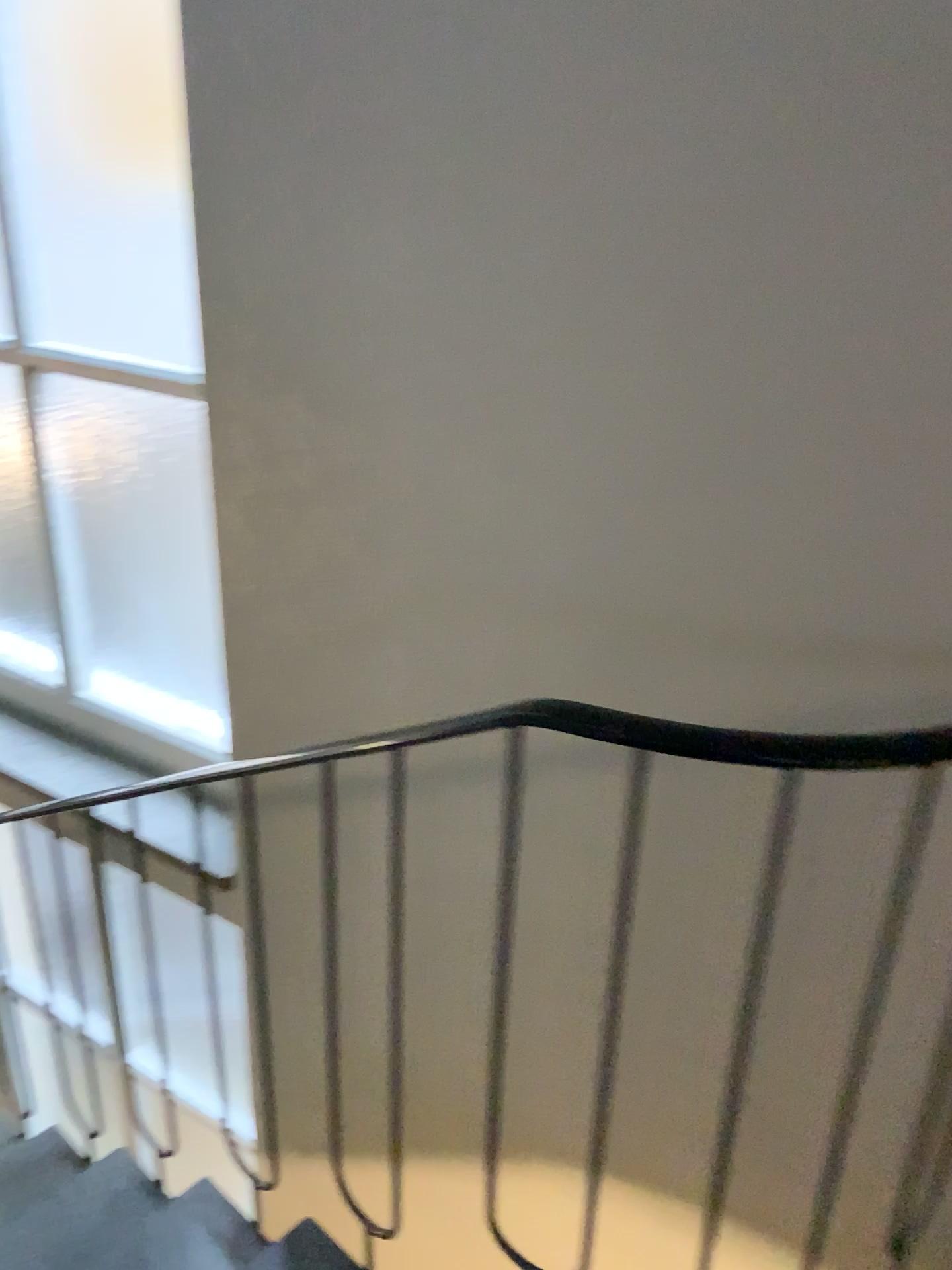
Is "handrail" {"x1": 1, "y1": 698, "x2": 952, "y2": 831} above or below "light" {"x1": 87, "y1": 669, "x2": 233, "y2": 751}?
above

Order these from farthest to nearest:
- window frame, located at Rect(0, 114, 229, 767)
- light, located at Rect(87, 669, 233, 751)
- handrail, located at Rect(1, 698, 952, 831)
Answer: light, located at Rect(87, 669, 233, 751)
window frame, located at Rect(0, 114, 229, 767)
handrail, located at Rect(1, 698, 952, 831)

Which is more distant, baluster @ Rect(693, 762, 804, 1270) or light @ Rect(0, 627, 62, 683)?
light @ Rect(0, 627, 62, 683)

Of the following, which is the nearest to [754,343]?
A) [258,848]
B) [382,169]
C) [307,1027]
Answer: [382,169]

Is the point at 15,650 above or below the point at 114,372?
below

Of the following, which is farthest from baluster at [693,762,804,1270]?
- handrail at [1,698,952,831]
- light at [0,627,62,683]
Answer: light at [0,627,62,683]

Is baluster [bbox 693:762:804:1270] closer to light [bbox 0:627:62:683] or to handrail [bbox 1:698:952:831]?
handrail [bbox 1:698:952:831]

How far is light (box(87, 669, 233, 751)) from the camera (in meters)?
2.54

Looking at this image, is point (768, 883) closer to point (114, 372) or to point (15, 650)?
point (114, 372)

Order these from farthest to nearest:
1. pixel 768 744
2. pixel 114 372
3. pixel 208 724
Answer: pixel 208 724 < pixel 114 372 < pixel 768 744
